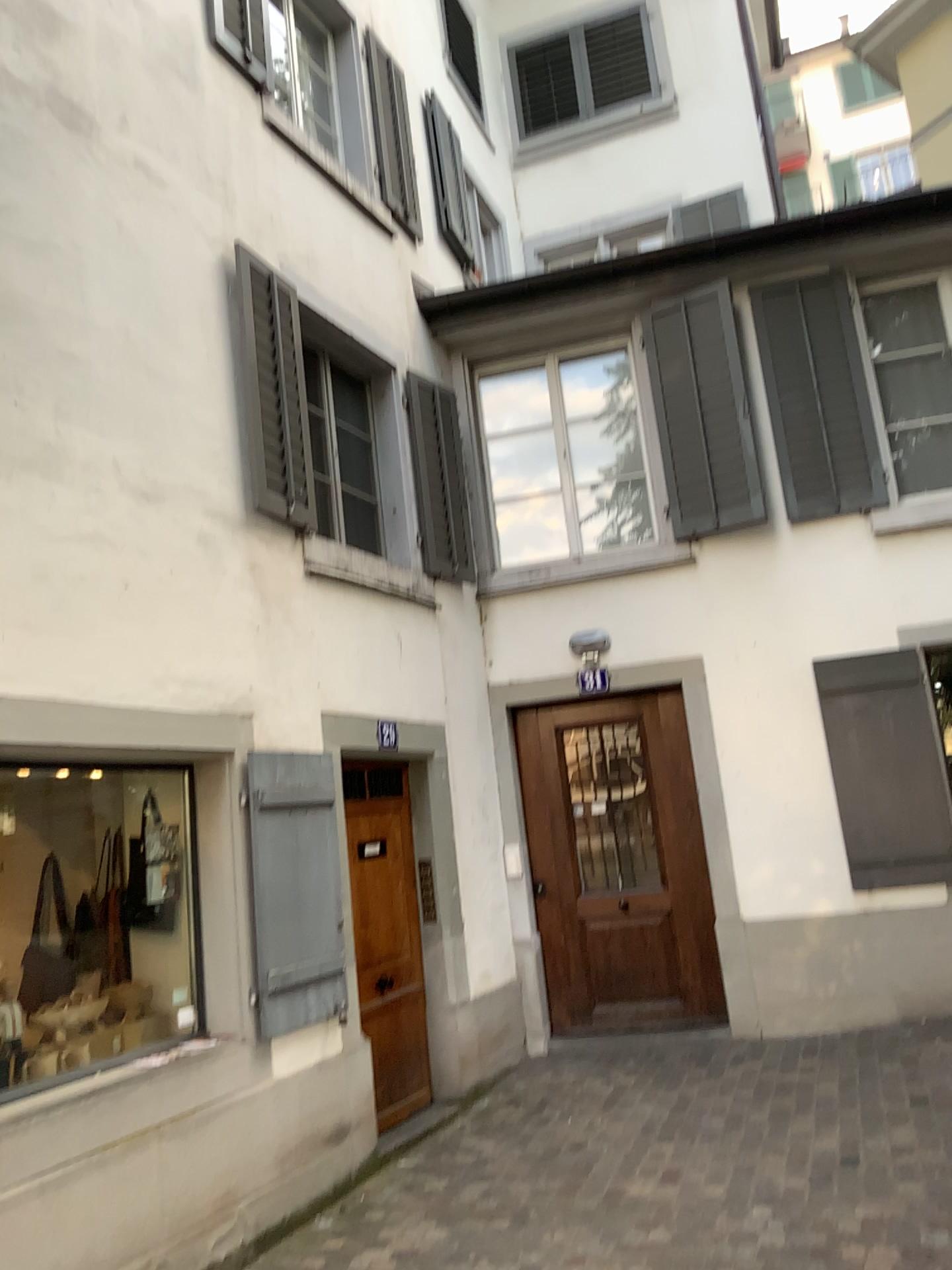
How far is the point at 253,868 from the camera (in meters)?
4.62

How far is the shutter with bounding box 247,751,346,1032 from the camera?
4.6m

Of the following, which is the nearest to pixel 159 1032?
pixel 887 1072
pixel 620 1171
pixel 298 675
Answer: pixel 298 675
